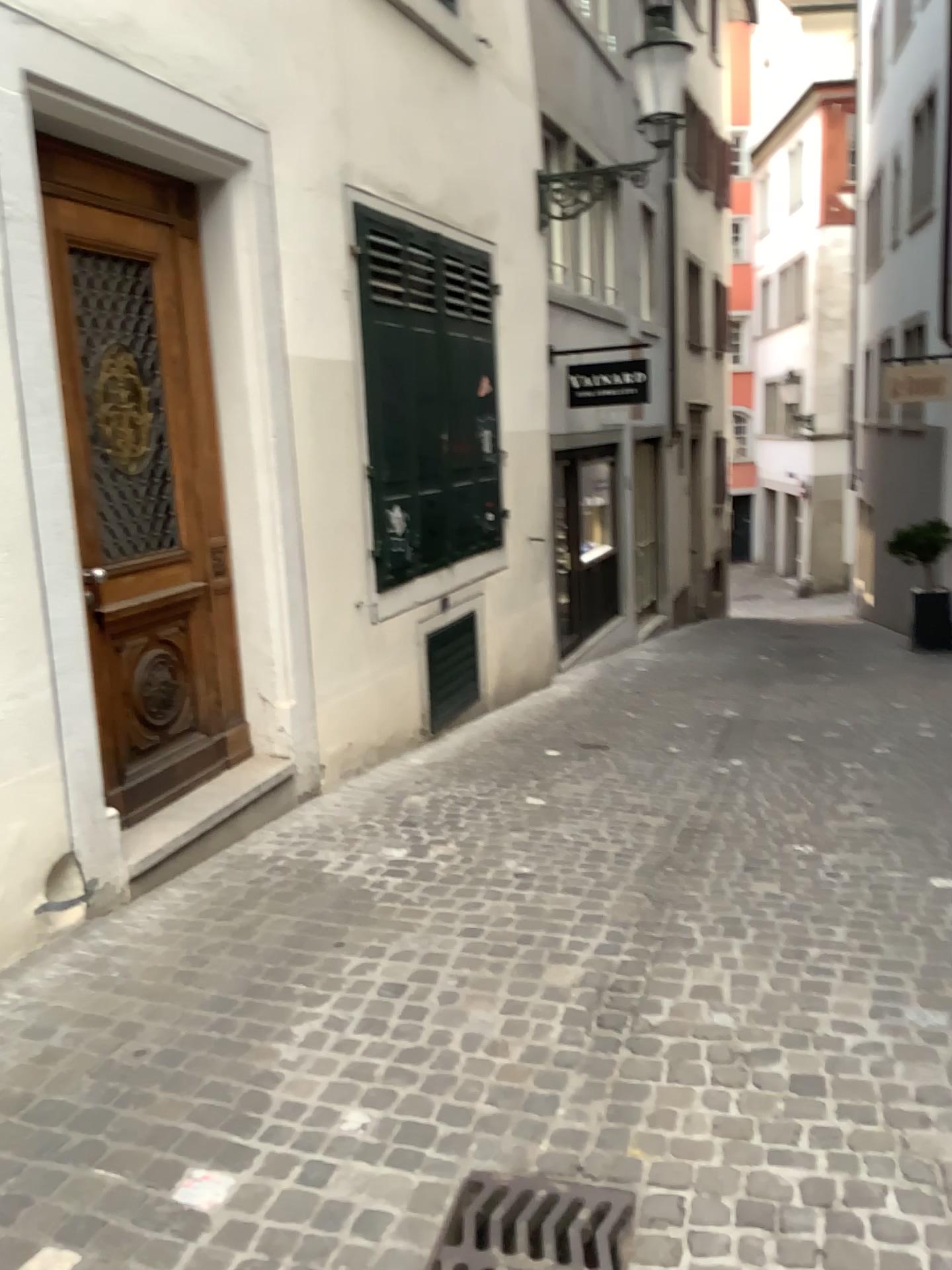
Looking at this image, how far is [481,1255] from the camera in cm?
212

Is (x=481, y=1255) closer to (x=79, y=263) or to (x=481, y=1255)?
(x=481, y=1255)

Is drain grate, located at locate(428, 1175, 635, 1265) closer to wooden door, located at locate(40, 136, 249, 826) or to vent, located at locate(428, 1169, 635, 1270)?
vent, located at locate(428, 1169, 635, 1270)

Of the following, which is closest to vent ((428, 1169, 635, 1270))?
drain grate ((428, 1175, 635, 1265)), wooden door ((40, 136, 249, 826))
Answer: drain grate ((428, 1175, 635, 1265))

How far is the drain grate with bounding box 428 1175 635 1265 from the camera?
2.1 meters

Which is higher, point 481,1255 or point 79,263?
point 79,263

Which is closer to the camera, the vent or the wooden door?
the vent

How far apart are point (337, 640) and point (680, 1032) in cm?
286

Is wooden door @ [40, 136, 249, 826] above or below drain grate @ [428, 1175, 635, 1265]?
above
